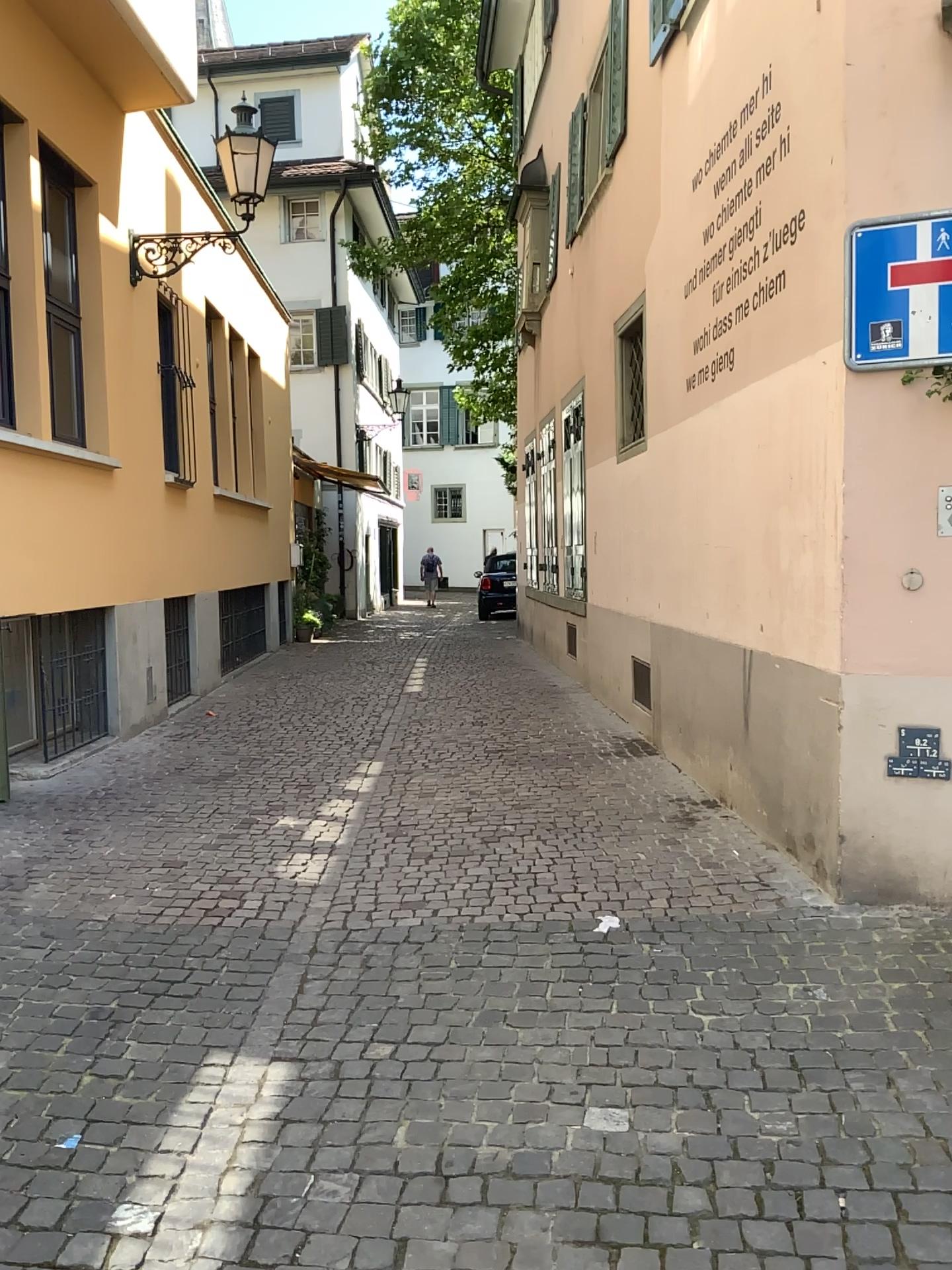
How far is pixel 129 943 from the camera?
3.9 meters
